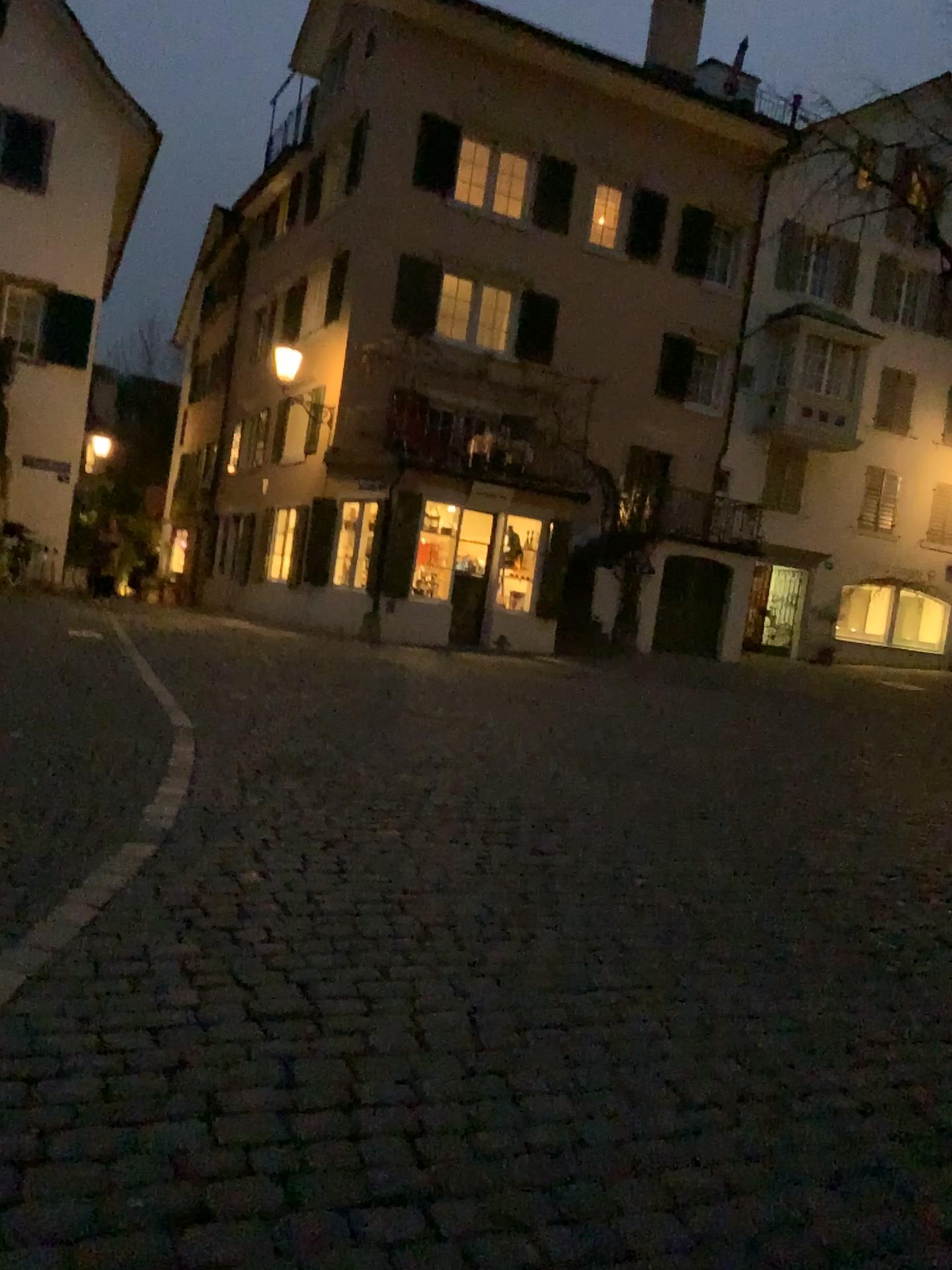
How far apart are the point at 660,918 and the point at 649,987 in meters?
0.8
